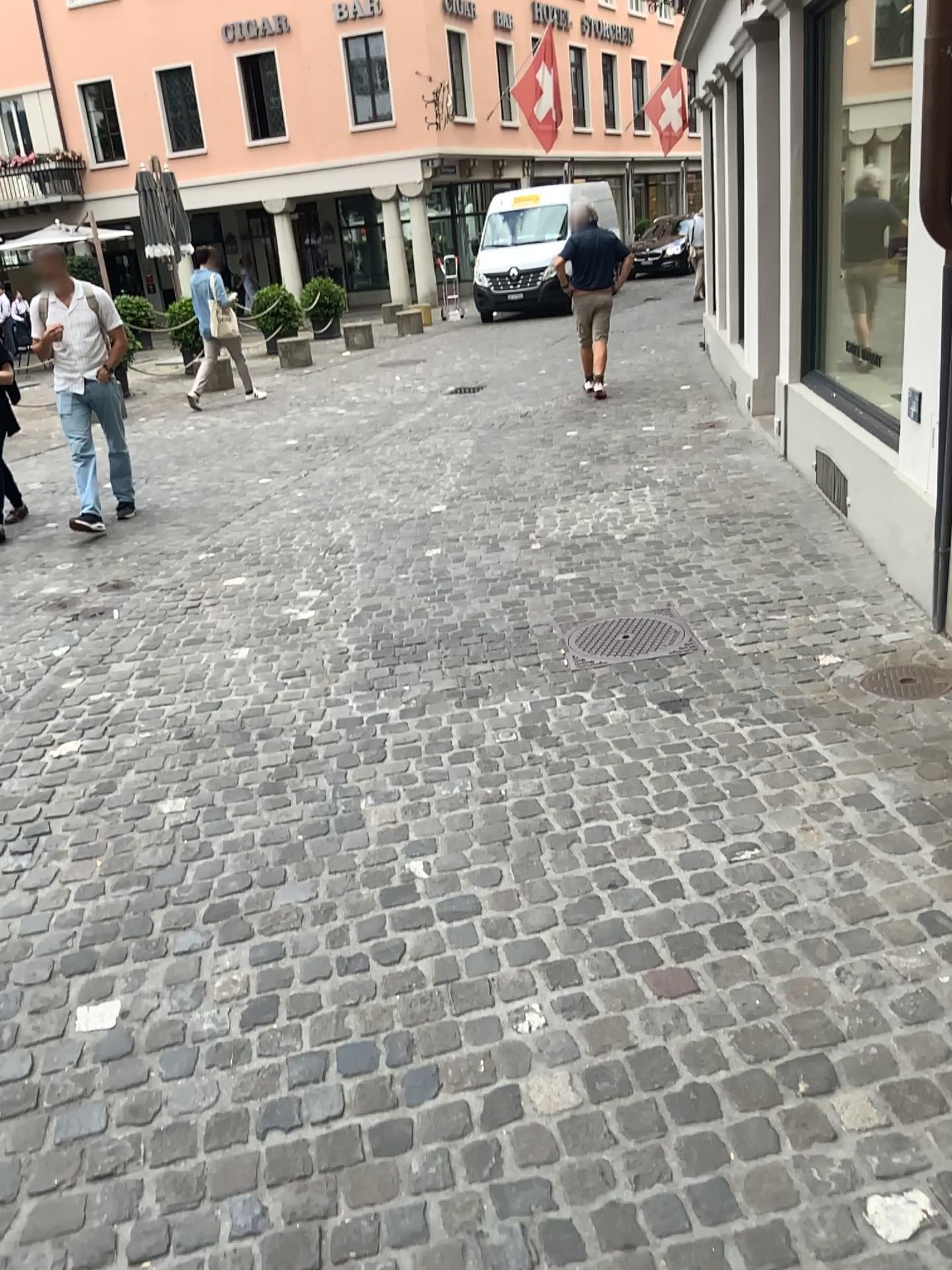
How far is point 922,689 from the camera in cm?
356

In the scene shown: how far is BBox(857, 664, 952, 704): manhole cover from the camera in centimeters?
355cm

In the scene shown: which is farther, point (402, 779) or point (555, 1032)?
point (402, 779)
